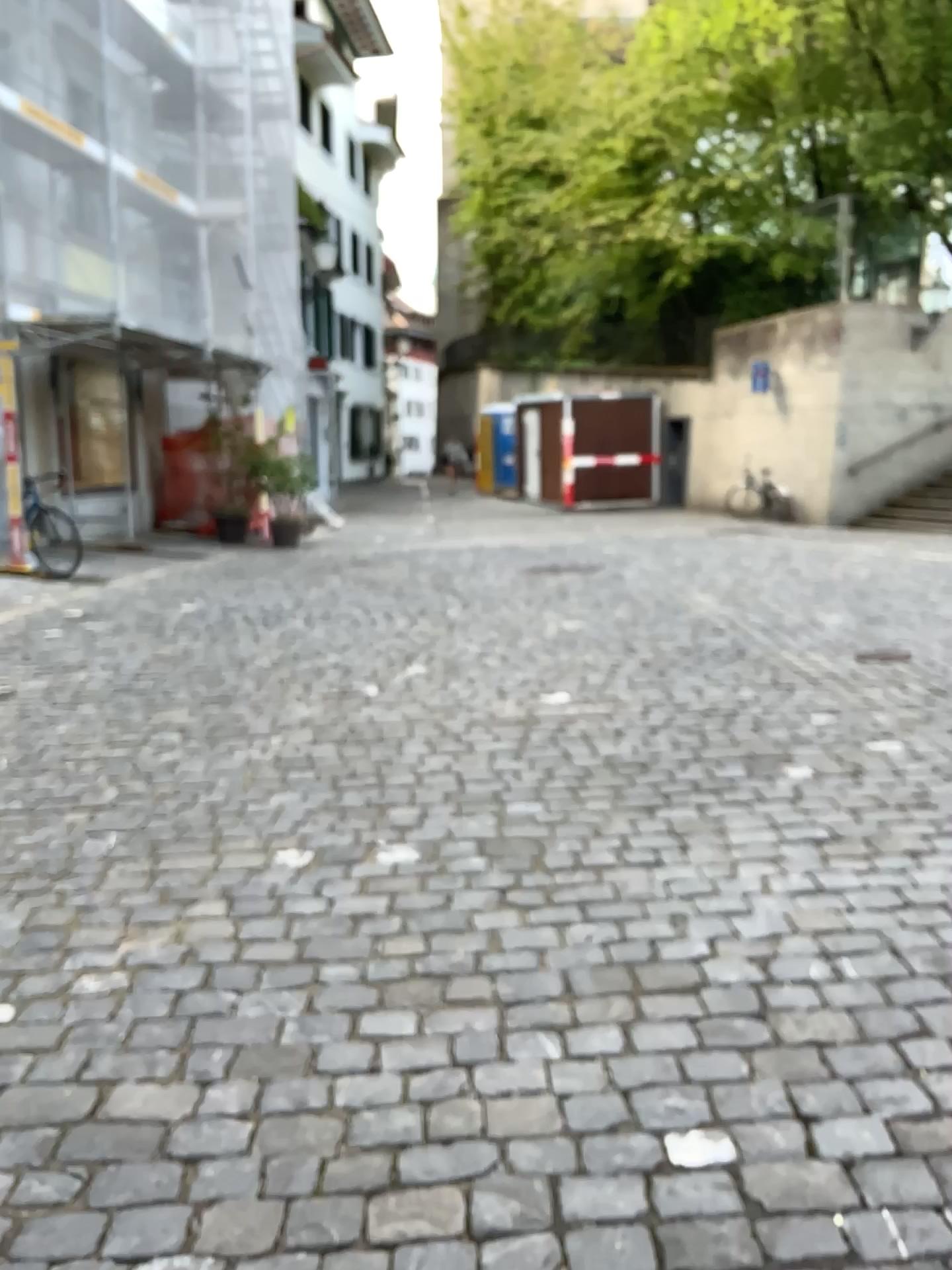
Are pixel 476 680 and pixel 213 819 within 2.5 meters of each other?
yes
